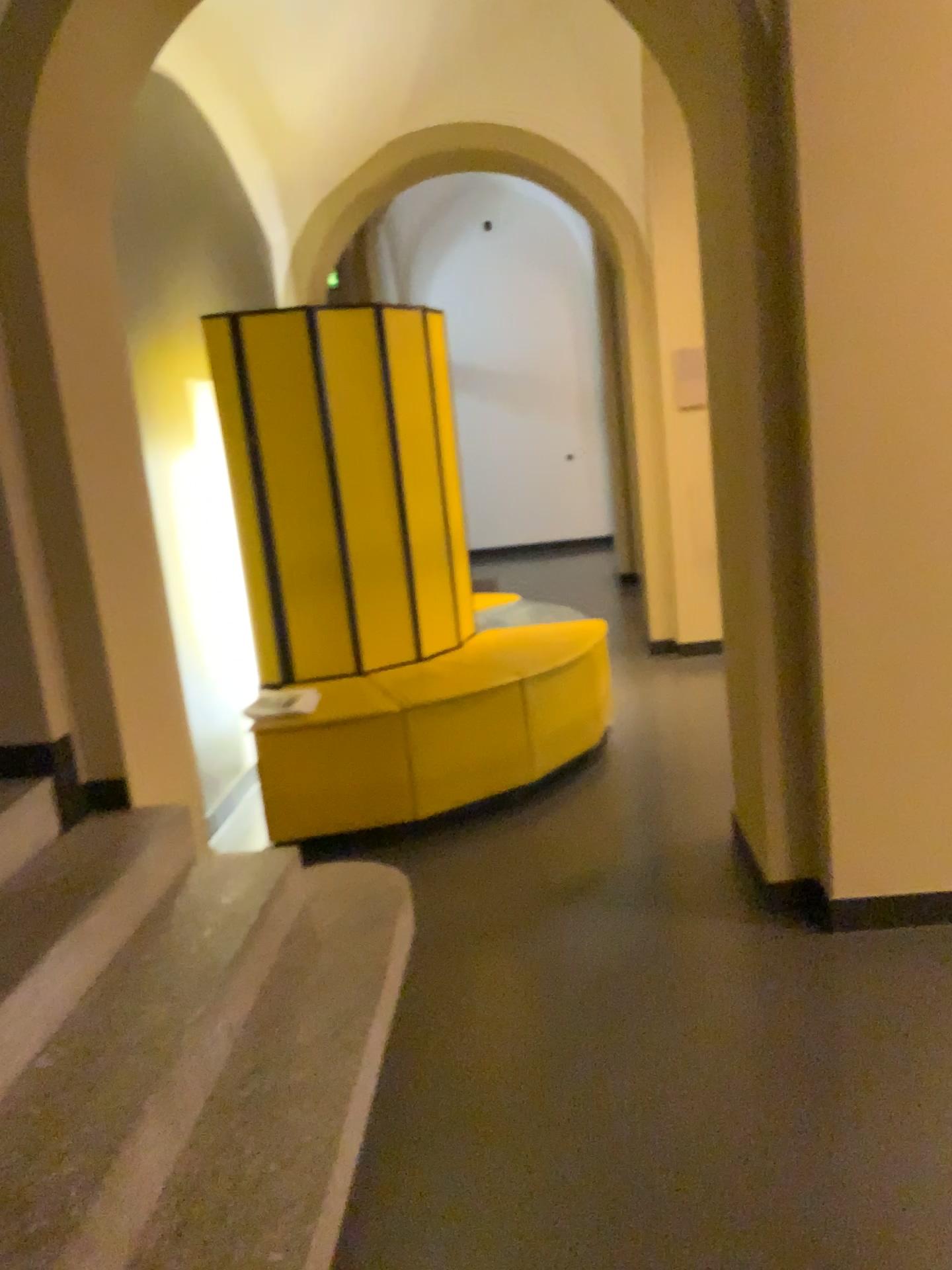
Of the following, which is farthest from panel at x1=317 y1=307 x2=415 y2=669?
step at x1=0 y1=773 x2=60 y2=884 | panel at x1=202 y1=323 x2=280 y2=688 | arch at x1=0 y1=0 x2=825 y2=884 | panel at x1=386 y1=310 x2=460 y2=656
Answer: step at x1=0 y1=773 x2=60 y2=884

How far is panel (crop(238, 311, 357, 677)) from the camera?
4.0 meters

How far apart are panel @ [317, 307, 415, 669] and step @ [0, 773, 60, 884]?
1.6m

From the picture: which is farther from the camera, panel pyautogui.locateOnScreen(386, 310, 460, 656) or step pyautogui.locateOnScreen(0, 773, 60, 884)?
panel pyautogui.locateOnScreen(386, 310, 460, 656)

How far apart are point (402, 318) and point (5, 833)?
2.6 meters

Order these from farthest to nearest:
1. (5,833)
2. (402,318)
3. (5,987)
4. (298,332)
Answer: (402,318) < (298,332) < (5,833) < (5,987)

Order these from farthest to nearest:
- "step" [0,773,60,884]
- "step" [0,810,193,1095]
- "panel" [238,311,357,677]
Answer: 1. "panel" [238,311,357,677]
2. "step" [0,773,60,884]
3. "step" [0,810,193,1095]

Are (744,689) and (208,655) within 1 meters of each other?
no

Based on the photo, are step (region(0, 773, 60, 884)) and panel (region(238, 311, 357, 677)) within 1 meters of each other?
no

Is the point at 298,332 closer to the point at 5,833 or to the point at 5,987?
the point at 5,833
